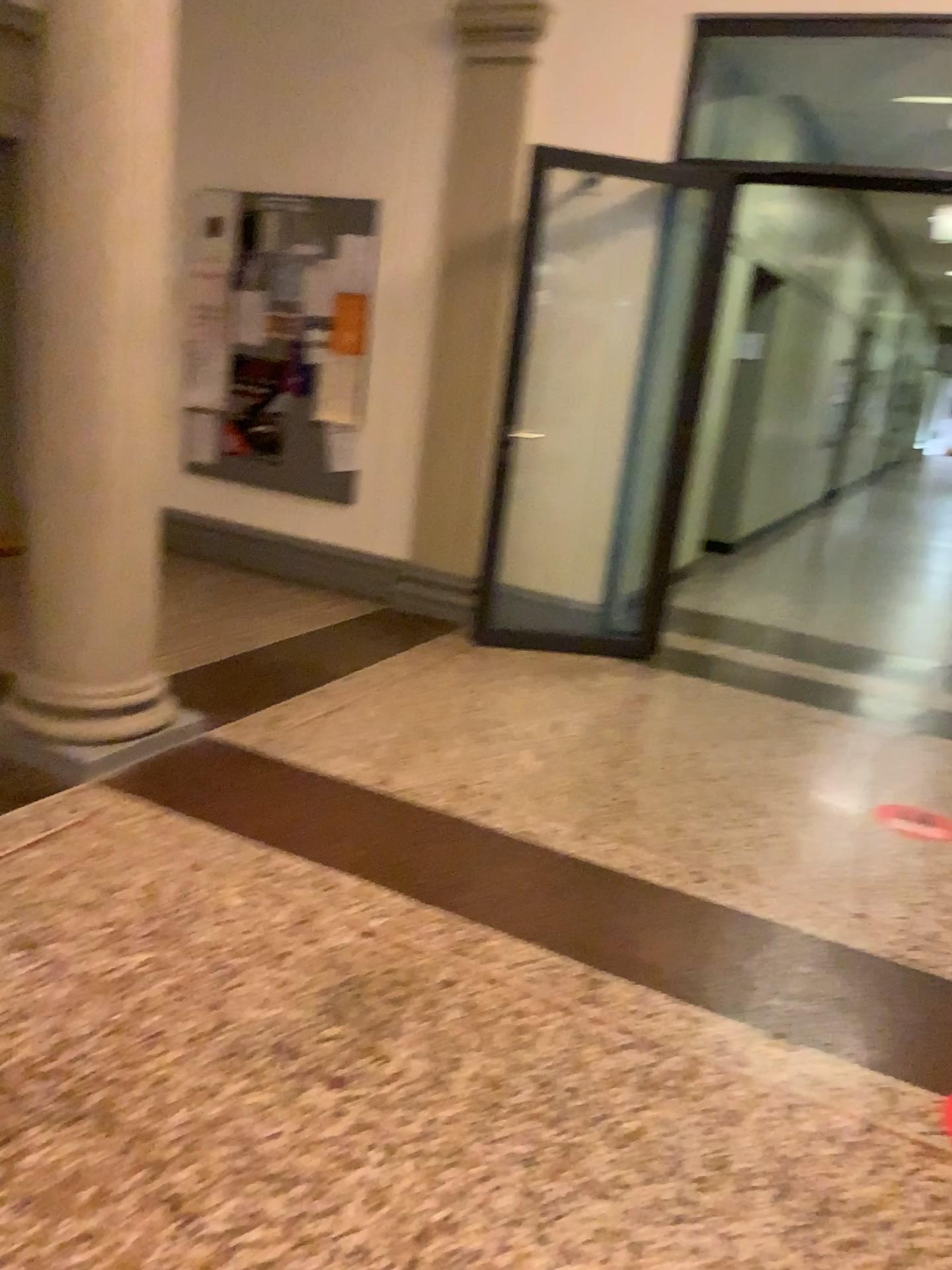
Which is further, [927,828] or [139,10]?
[927,828]

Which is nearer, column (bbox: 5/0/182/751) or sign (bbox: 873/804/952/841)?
column (bbox: 5/0/182/751)

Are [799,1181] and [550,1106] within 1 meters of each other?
yes

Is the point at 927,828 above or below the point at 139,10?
below
